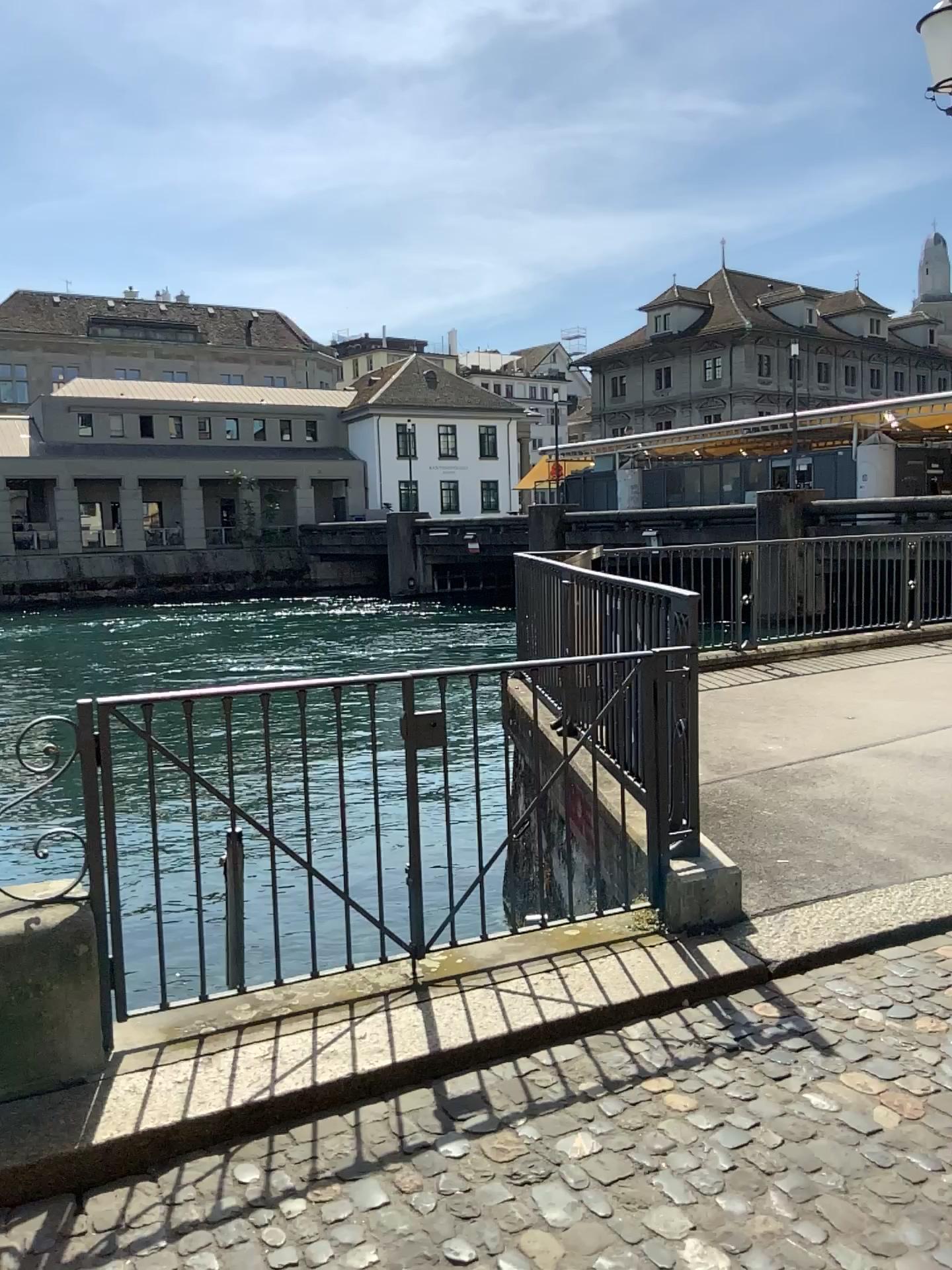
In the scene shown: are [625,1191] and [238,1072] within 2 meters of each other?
yes
